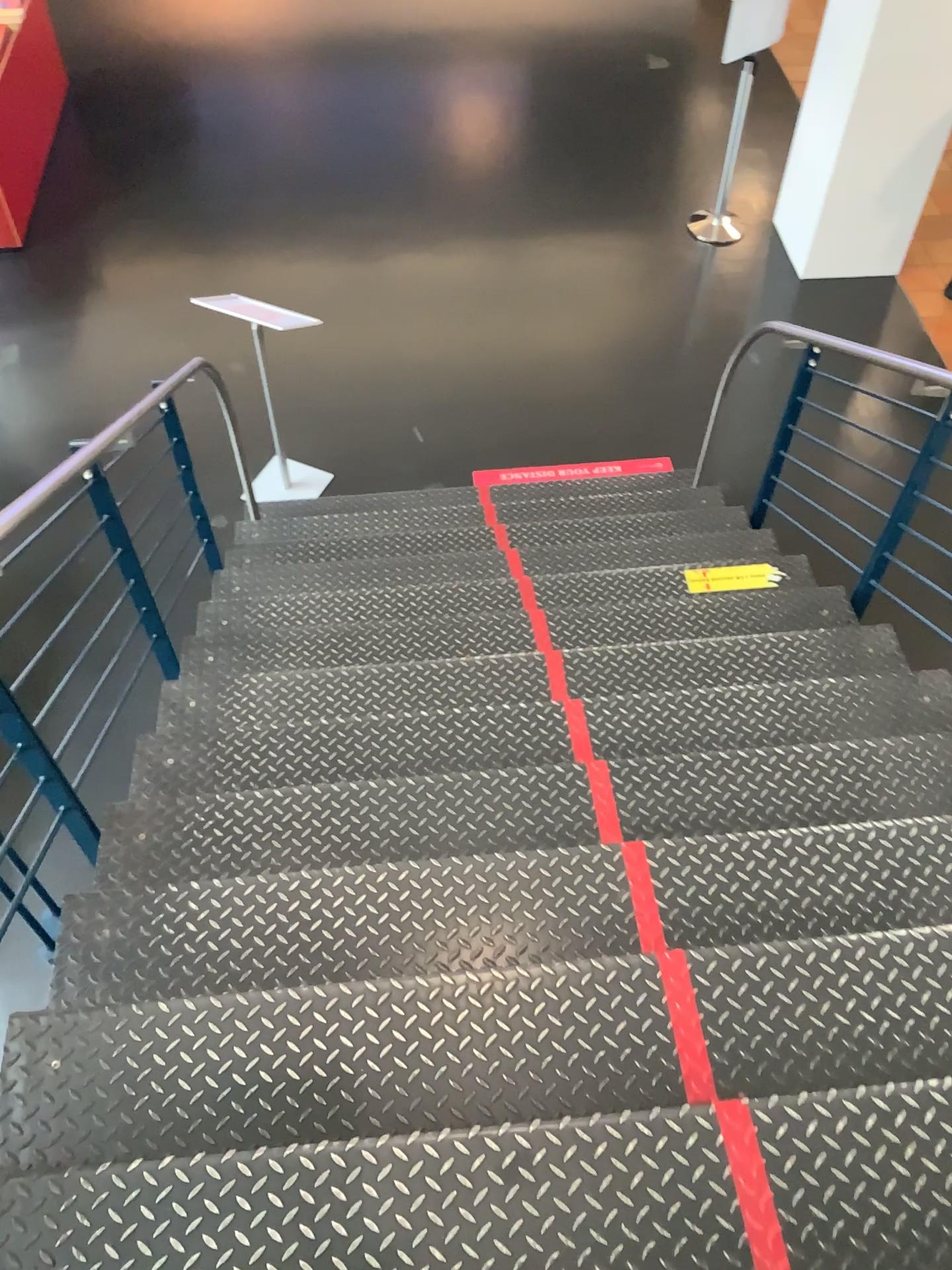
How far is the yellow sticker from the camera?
3.65m

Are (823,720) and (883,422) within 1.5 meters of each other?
yes

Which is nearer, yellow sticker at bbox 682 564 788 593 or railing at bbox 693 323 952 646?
railing at bbox 693 323 952 646

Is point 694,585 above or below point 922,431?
below

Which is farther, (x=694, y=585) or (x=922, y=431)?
(x=694, y=585)

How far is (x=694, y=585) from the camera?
3.6 meters
